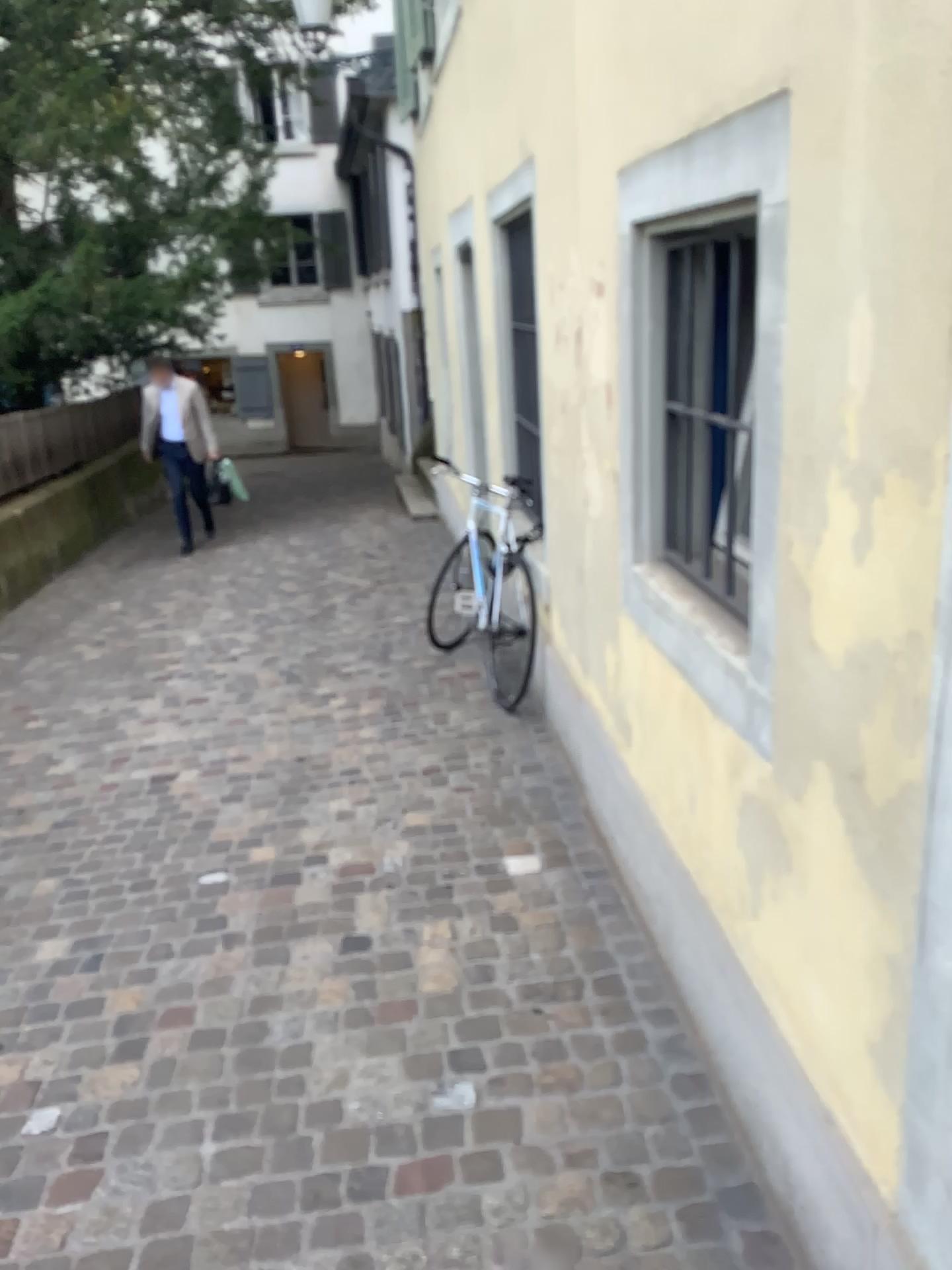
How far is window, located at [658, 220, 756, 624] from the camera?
2.0m

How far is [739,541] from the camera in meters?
2.0

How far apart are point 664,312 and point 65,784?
3.1m
